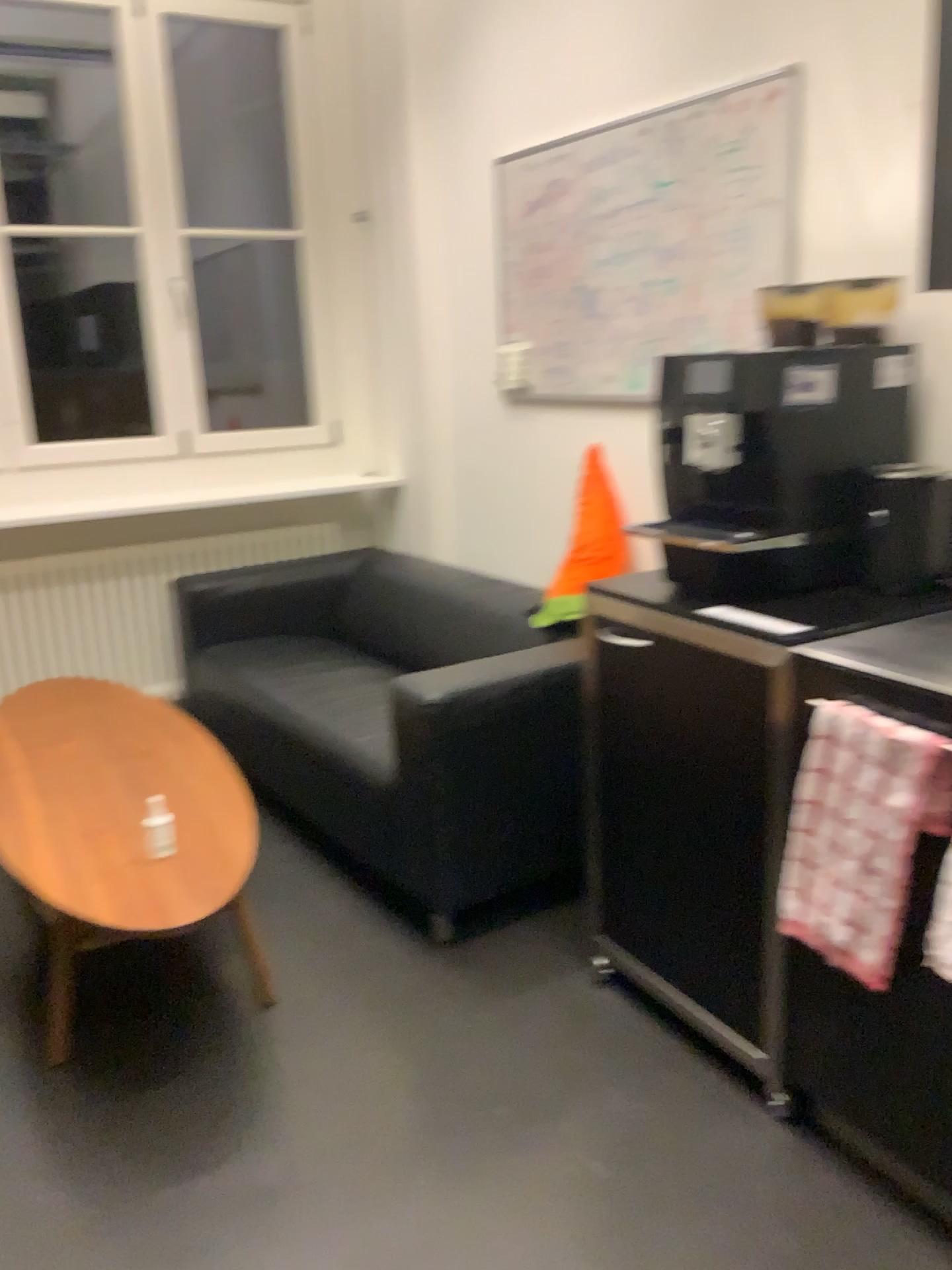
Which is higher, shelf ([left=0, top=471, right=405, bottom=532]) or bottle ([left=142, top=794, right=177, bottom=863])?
shelf ([left=0, top=471, right=405, bottom=532])

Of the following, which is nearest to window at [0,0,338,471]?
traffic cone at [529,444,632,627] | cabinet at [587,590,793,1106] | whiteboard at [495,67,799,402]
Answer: whiteboard at [495,67,799,402]

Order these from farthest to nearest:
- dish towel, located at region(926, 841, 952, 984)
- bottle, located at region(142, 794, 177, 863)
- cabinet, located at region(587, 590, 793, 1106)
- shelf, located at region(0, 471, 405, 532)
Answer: shelf, located at region(0, 471, 405, 532), bottle, located at region(142, 794, 177, 863), cabinet, located at region(587, 590, 793, 1106), dish towel, located at region(926, 841, 952, 984)

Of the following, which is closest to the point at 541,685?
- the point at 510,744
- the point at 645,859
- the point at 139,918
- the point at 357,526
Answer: the point at 510,744

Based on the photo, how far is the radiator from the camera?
3.7m

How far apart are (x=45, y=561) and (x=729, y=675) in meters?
2.6 m

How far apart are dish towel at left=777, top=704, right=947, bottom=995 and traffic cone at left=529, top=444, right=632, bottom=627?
1.18m

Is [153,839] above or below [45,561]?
below

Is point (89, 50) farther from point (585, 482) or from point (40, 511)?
point (585, 482)

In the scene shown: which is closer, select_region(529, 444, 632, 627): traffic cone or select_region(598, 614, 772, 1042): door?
select_region(598, 614, 772, 1042): door
